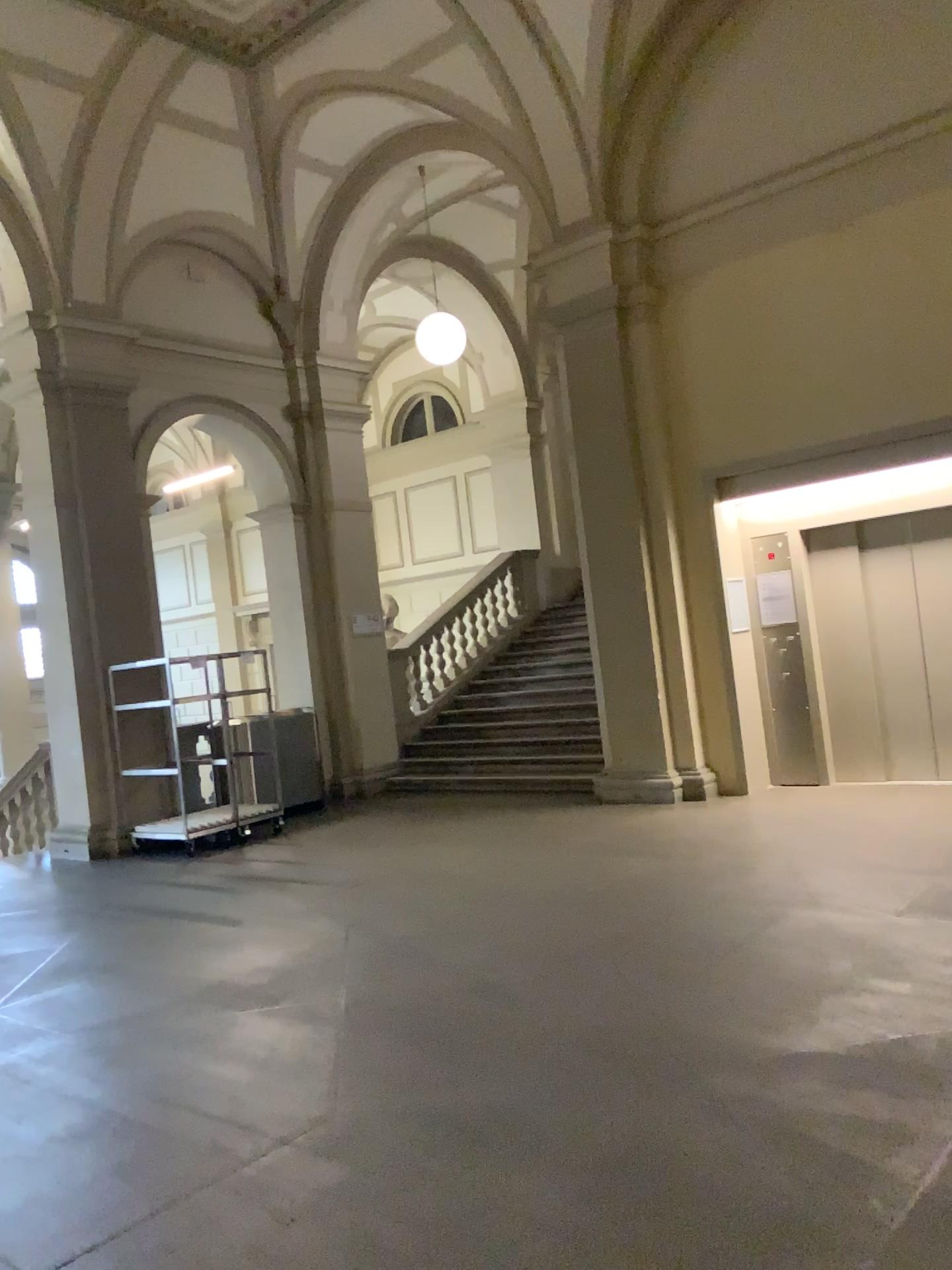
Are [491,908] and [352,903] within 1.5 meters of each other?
yes
